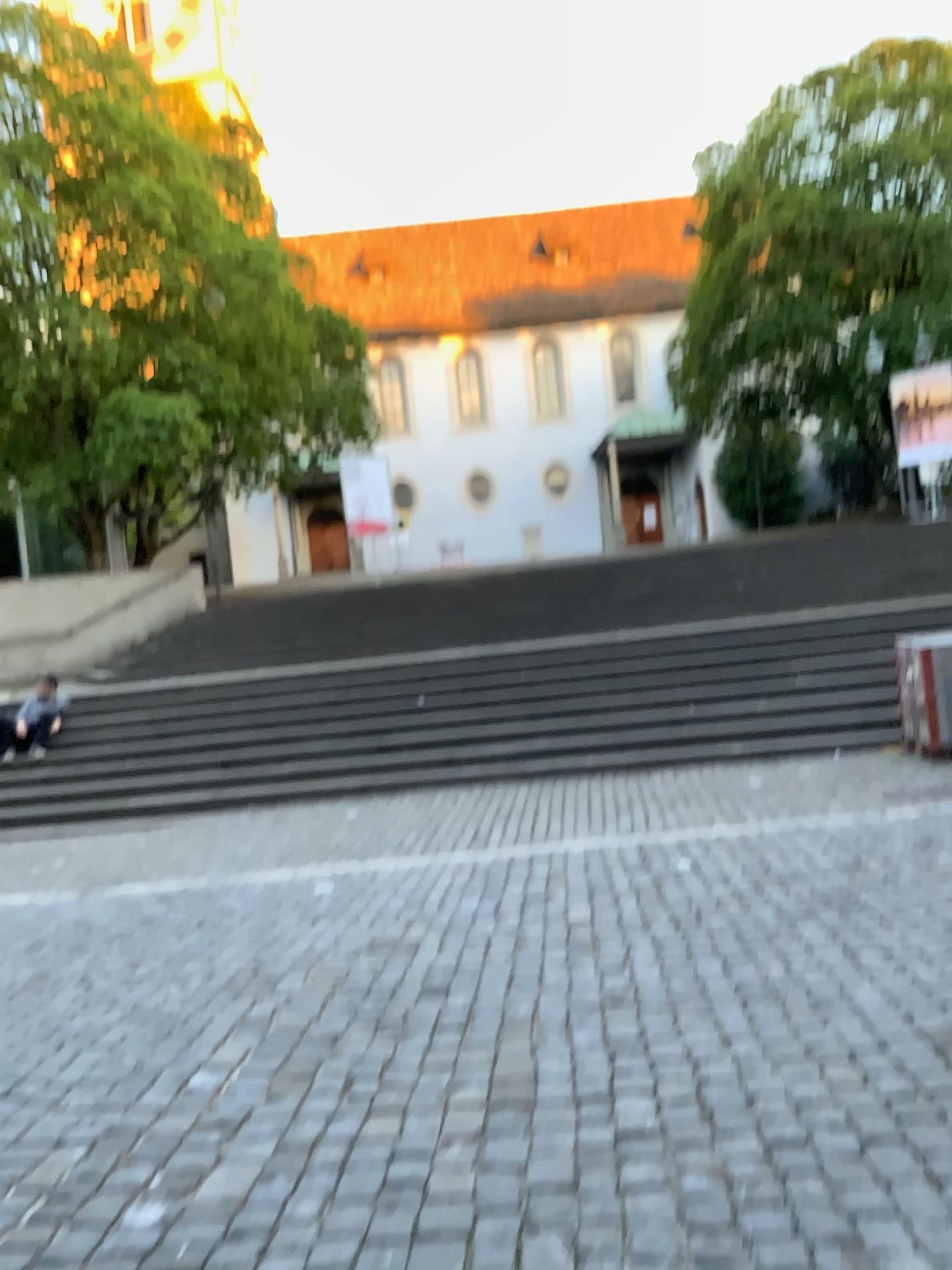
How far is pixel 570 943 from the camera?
4.9m
